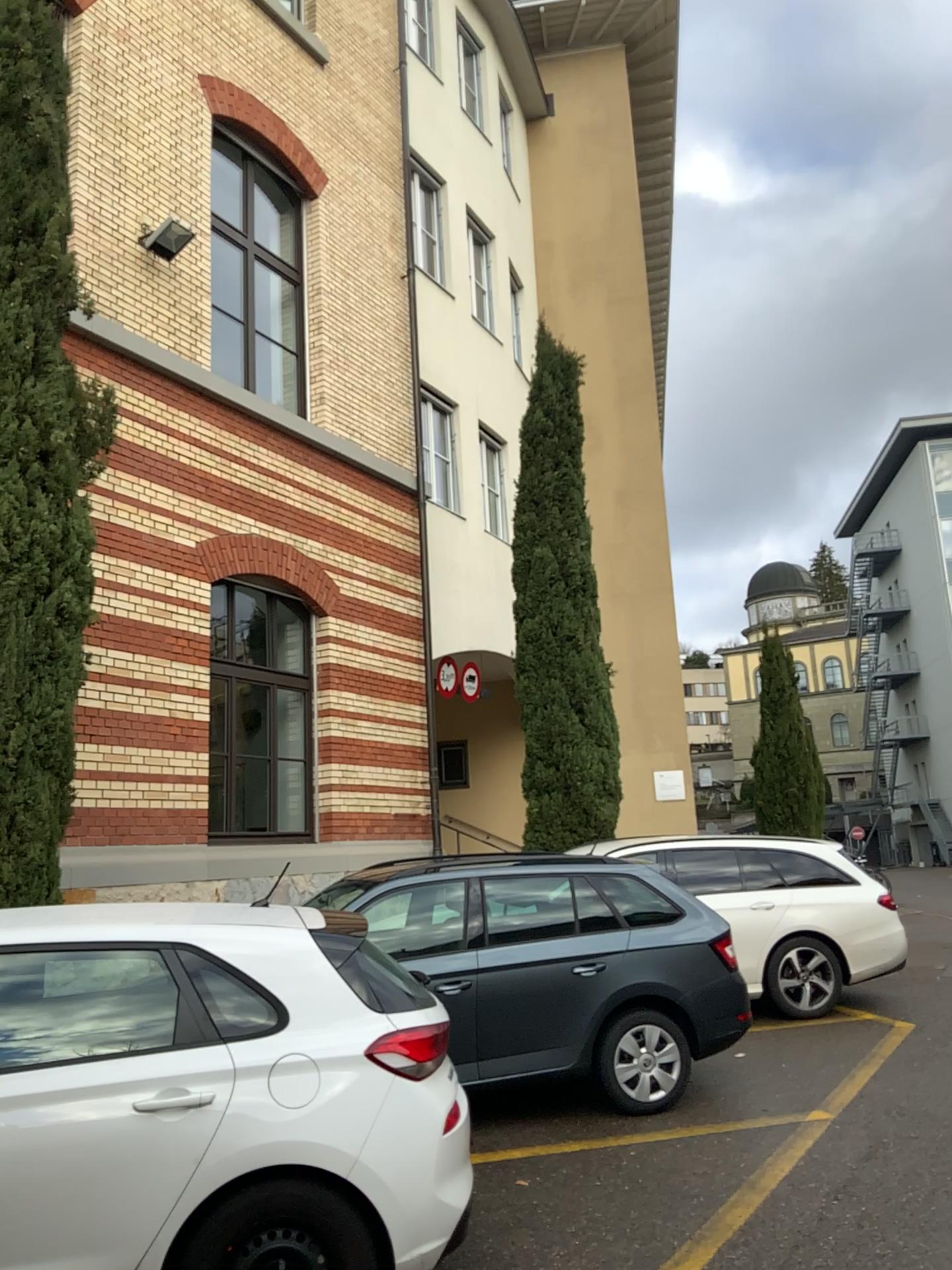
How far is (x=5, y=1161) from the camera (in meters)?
3.17

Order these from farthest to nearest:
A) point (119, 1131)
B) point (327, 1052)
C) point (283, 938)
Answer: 1. point (283, 938)
2. point (327, 1052)
3. point (119, 1131)

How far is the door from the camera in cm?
317
